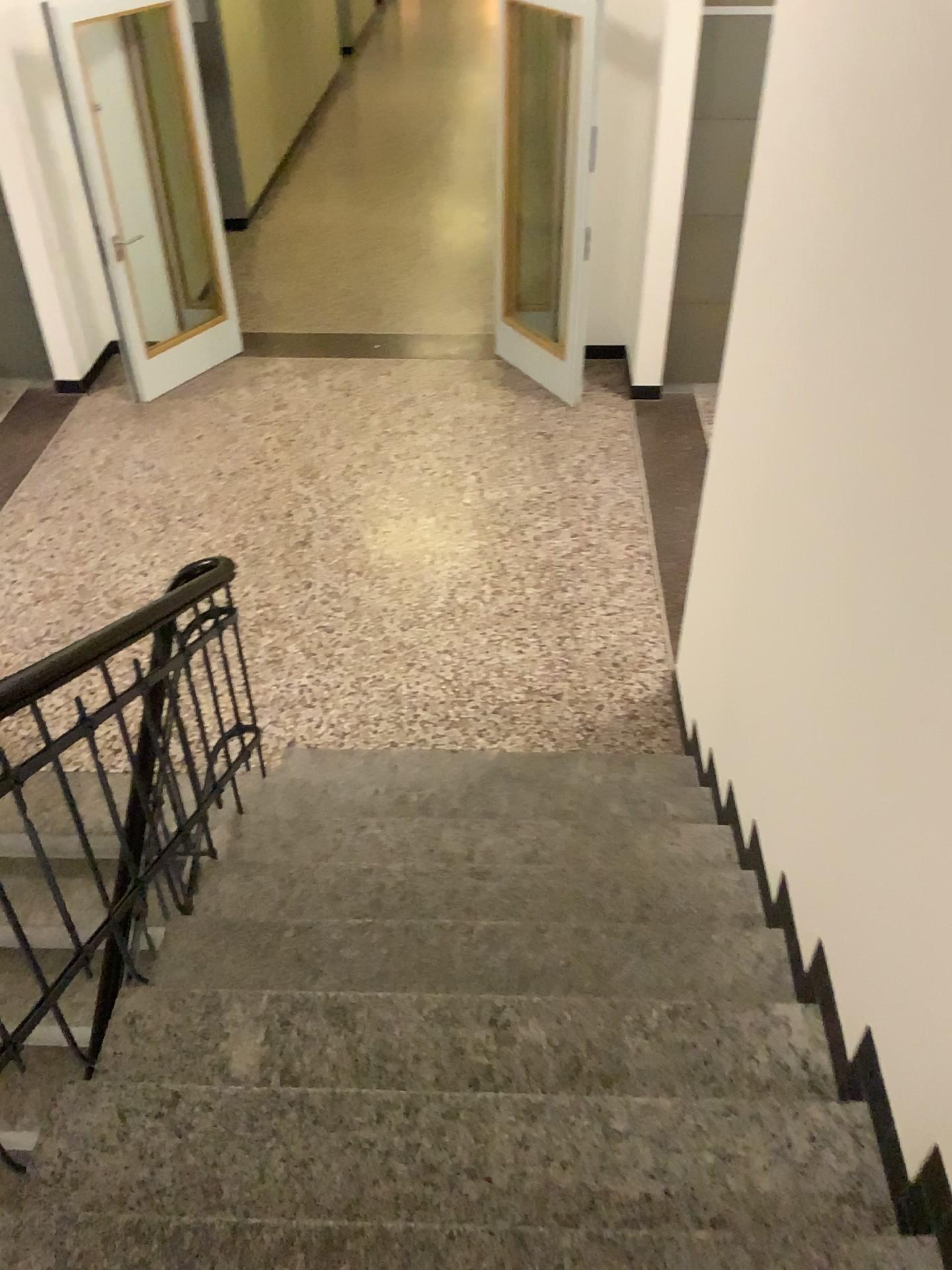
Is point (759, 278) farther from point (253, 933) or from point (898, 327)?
point (253, 933)
